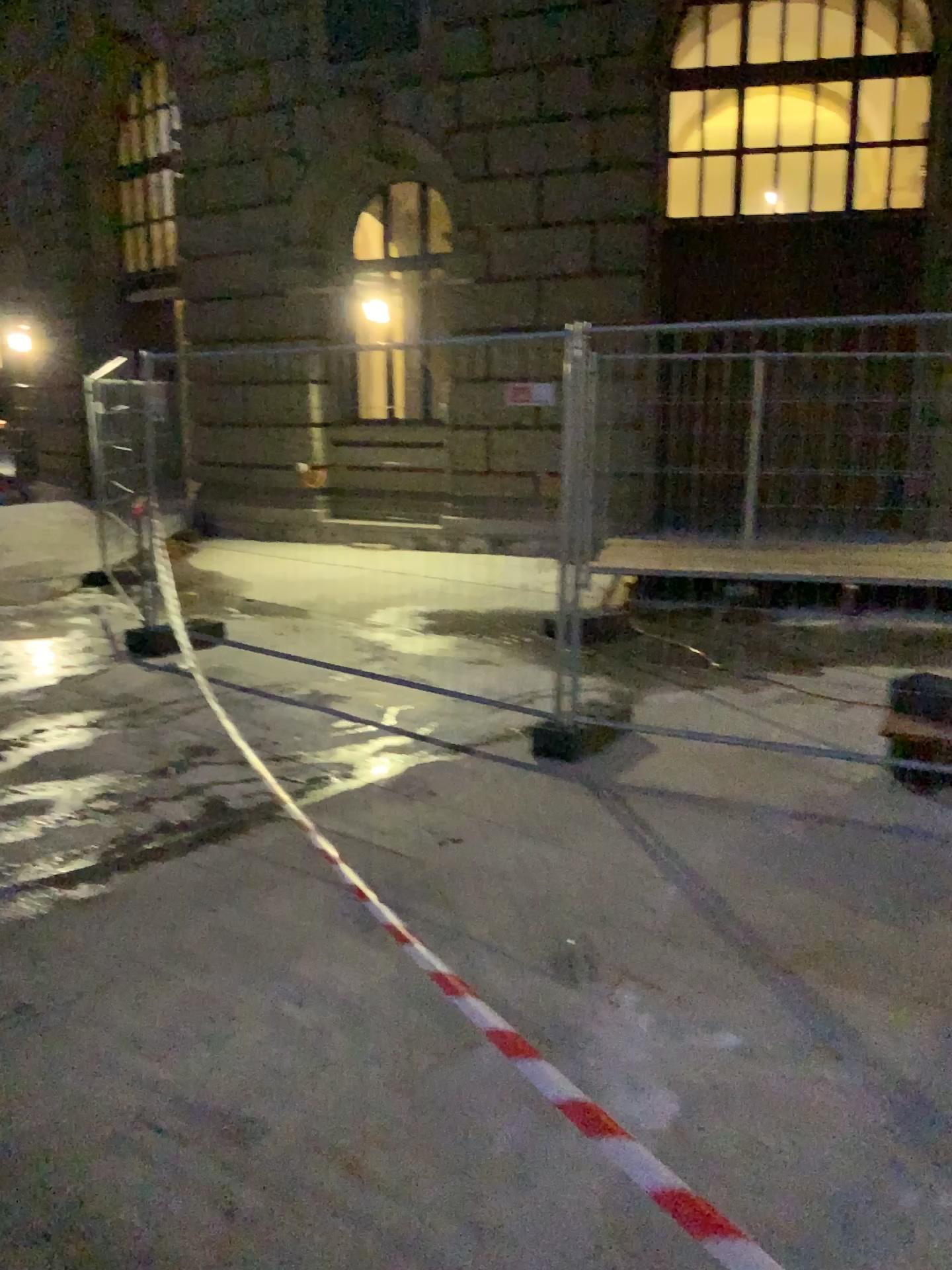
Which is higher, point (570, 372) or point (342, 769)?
point (570, 372)
